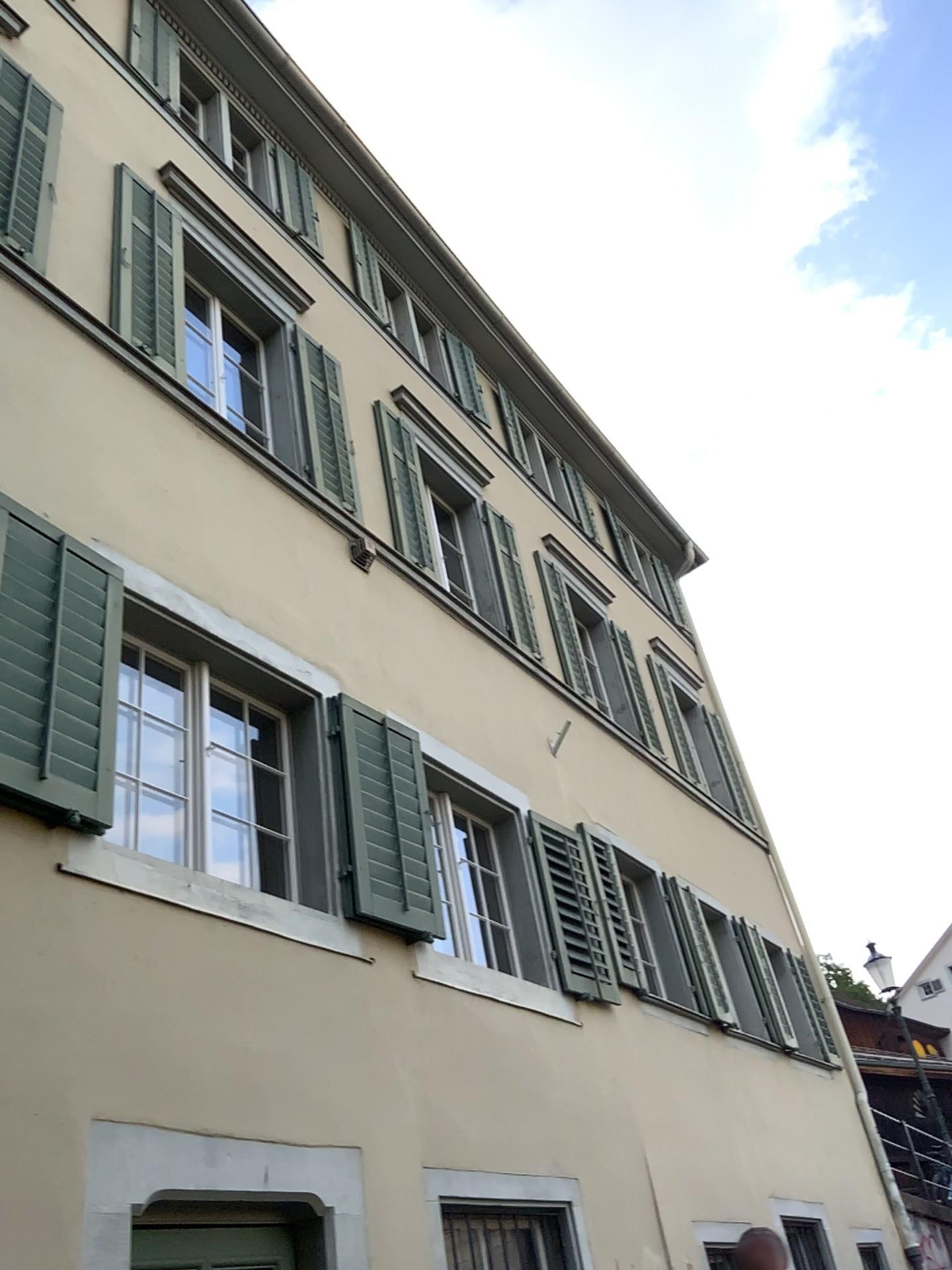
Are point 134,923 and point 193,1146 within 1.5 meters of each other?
yes
